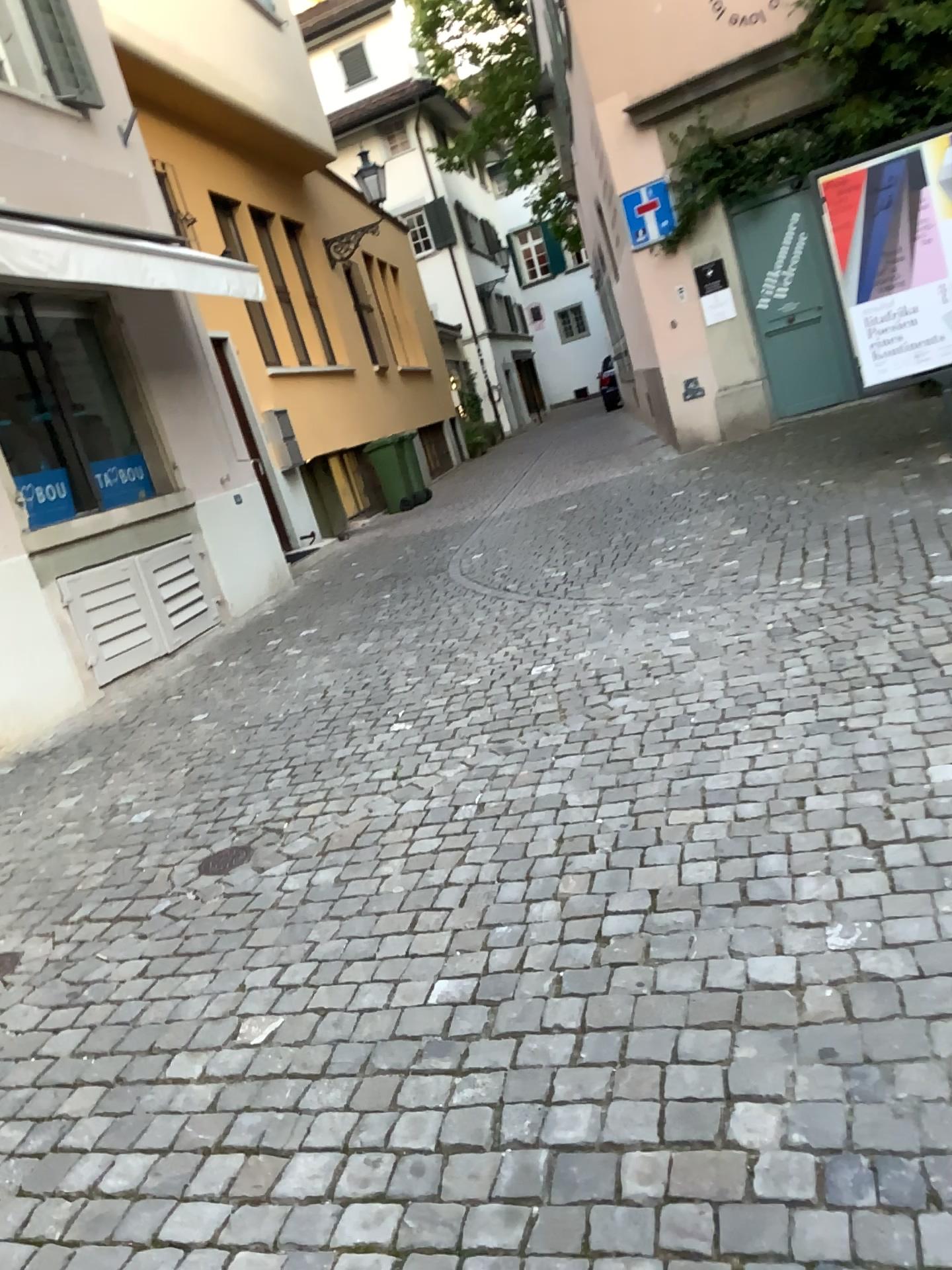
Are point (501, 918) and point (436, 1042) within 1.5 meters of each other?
yes
